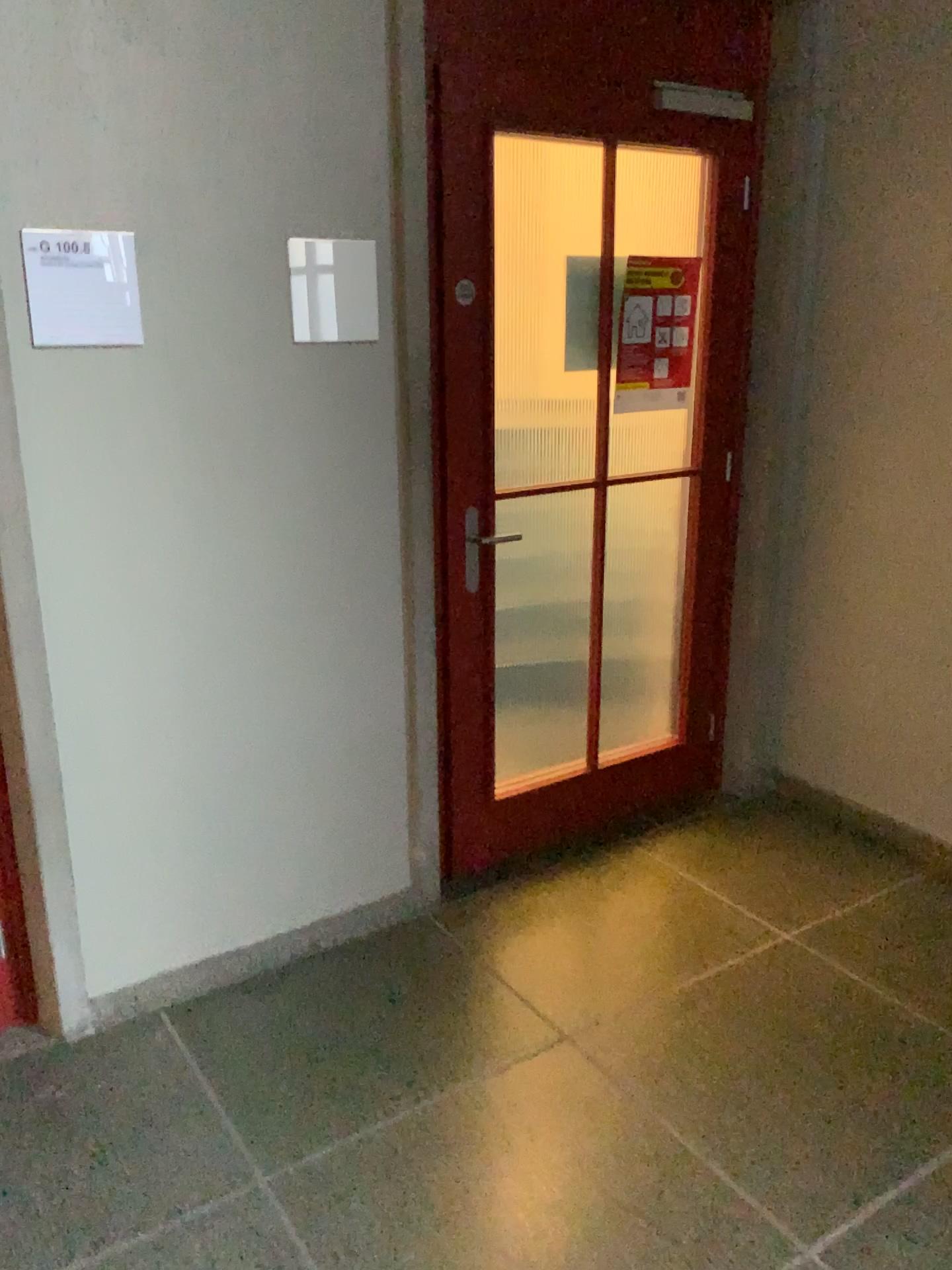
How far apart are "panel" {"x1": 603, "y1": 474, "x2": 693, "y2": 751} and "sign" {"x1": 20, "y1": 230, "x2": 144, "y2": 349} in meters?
1.5 m

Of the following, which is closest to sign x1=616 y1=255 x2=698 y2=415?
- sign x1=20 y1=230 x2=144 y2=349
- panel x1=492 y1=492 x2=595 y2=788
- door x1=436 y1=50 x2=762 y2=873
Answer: door x1=436 y1=50 x2=762 y2=873

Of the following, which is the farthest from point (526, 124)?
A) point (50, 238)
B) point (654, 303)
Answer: point (50, 238)

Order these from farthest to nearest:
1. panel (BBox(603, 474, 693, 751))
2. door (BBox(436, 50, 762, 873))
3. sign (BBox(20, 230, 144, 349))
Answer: panel (BBox(603, 474, 693, 751)) → door (BBox(436, 50, 762, 873)) → sign (BBox(20, 230, 144, 349))

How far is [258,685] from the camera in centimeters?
245cm

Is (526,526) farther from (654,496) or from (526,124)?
(526,124)

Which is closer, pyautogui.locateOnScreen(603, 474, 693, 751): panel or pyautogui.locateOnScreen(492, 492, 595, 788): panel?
pyautogui.locateOnScreen(492, 492, 595, 788): panel

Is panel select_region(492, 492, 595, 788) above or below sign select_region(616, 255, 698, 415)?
below

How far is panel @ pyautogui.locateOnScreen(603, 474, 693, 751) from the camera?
3.11m

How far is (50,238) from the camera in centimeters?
200cm
